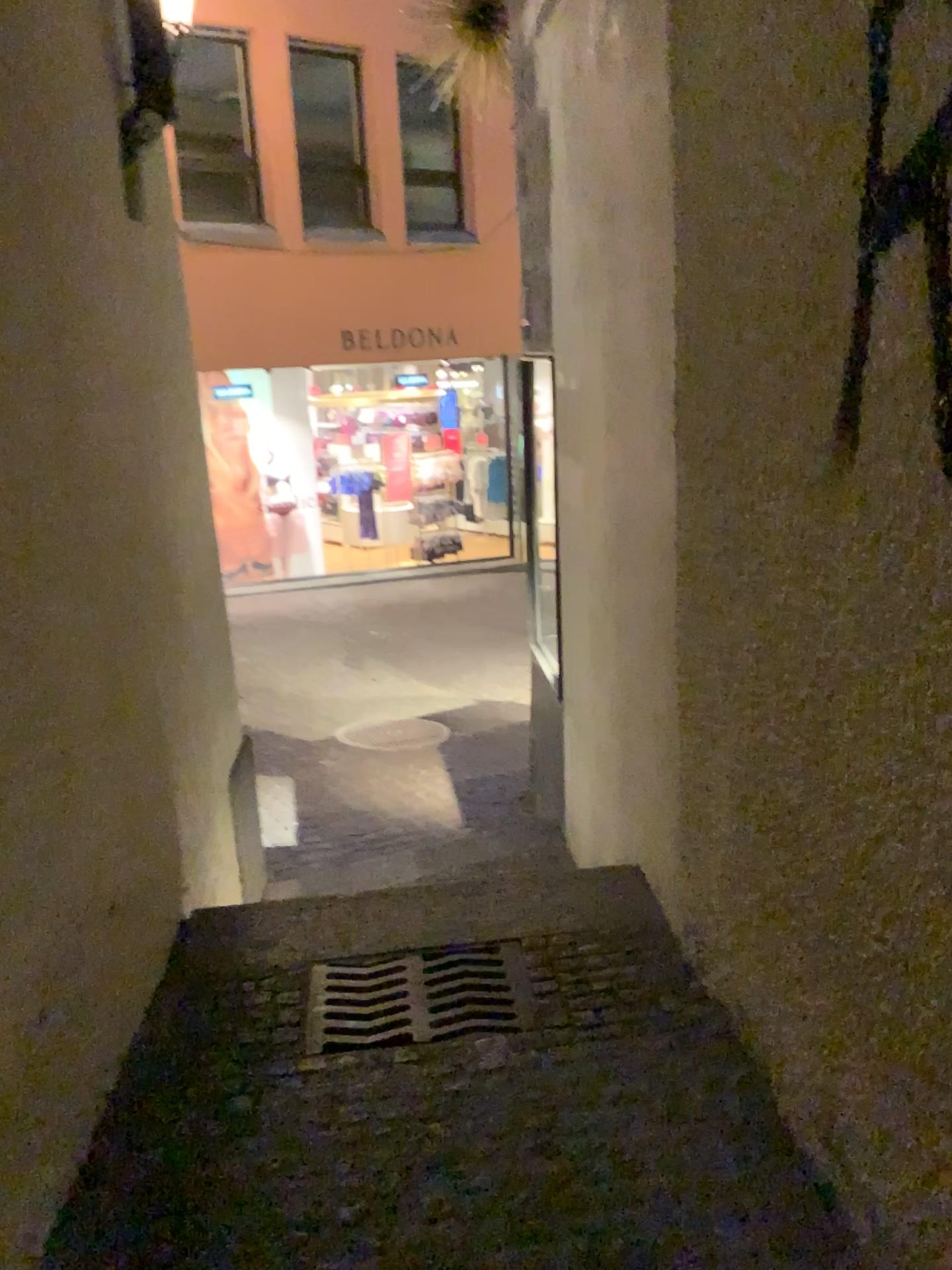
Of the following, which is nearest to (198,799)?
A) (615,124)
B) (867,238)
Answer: (615,124)
